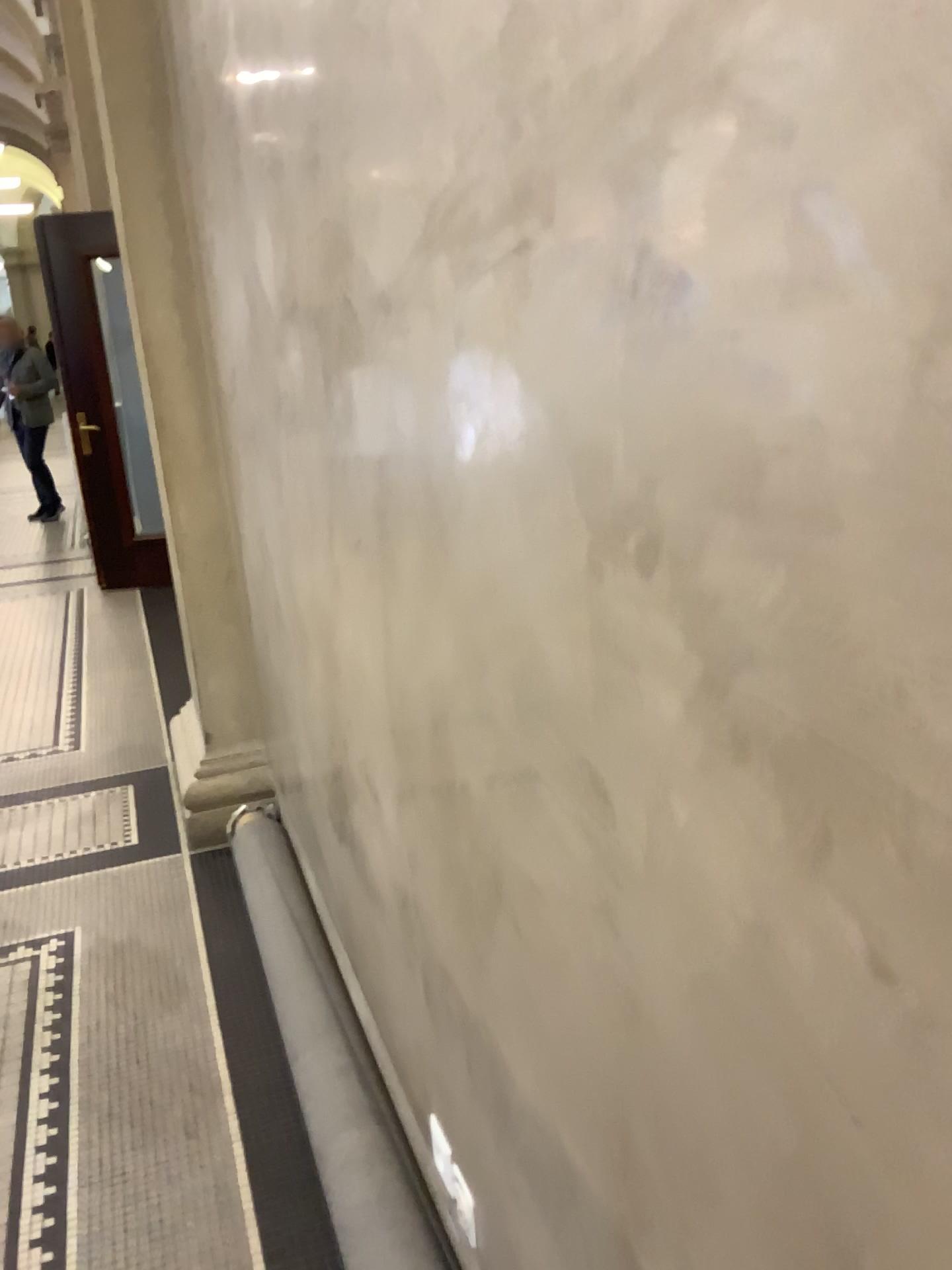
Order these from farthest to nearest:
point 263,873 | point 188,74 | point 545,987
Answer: point 263,873
point 188,74
point 545,987

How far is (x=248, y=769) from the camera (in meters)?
3.18

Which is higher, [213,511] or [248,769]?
[213,511]

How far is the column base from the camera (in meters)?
3.18
